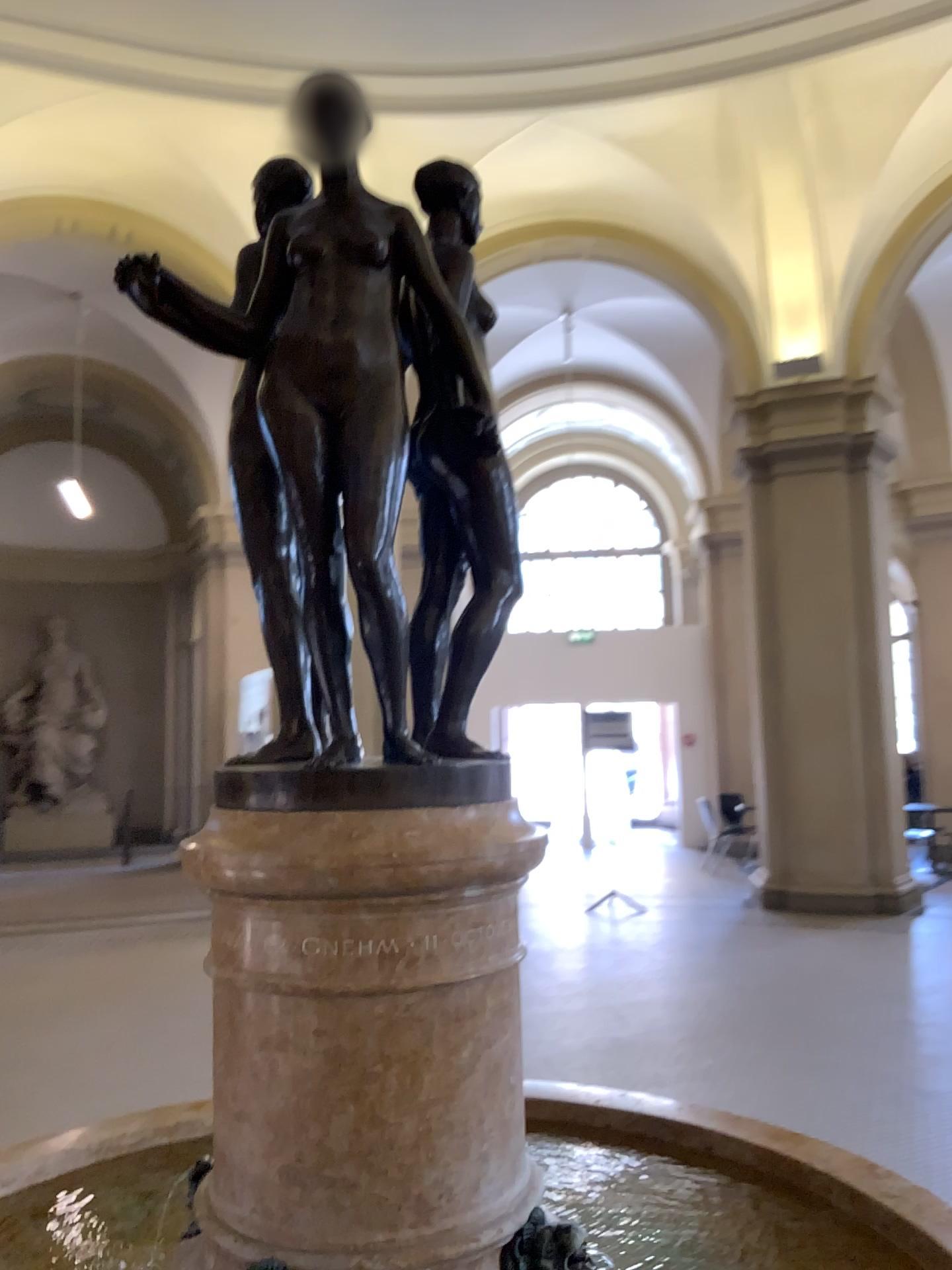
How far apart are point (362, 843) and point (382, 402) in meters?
0.6

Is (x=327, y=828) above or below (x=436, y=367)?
below

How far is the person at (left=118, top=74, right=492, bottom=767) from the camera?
1.4m

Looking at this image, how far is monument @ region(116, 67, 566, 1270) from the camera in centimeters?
135cm

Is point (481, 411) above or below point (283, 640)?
above

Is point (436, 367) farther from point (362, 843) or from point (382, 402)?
point (362, 843)

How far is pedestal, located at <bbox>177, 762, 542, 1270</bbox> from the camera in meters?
1.3 m

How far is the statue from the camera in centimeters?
159cm
